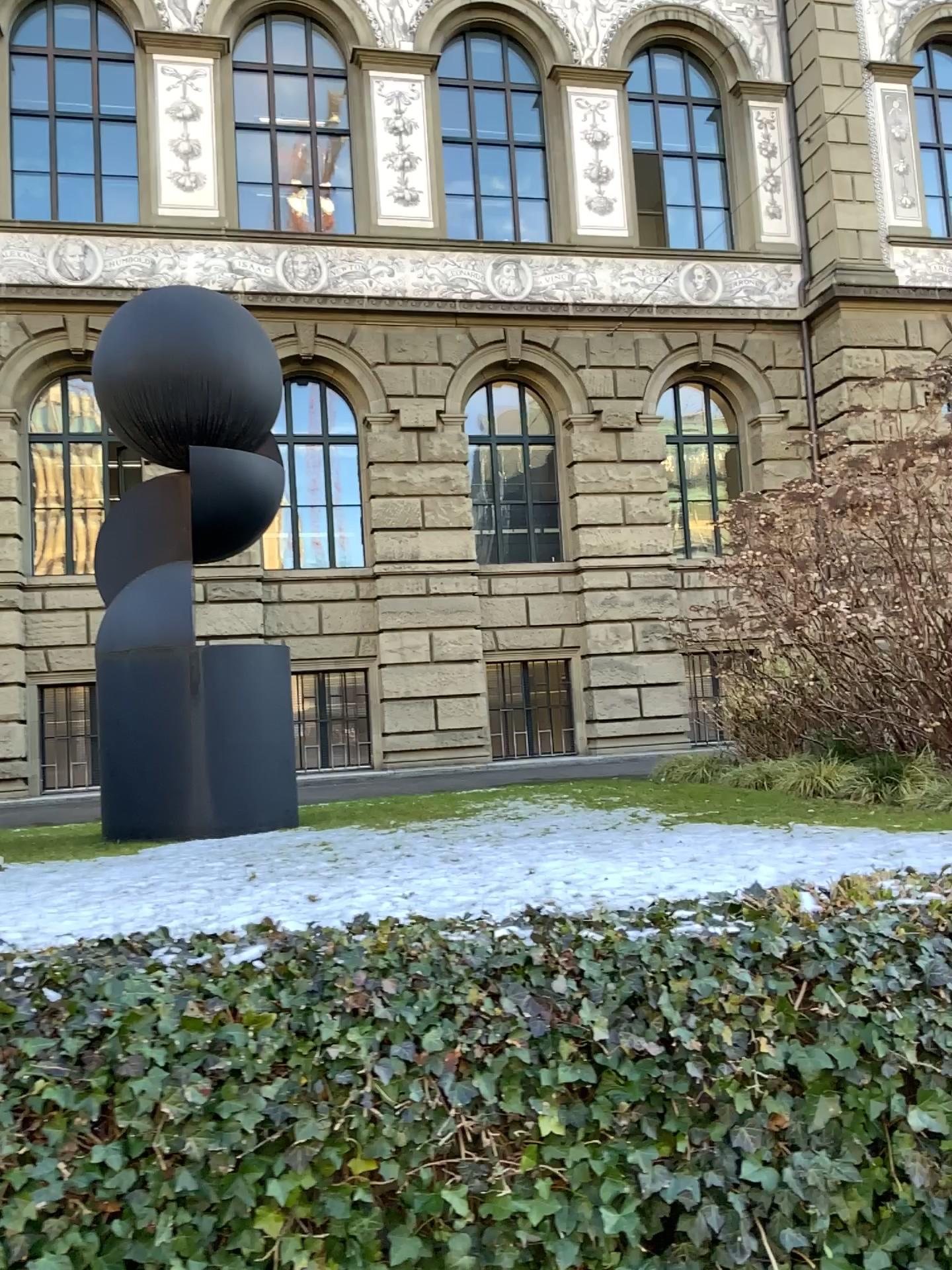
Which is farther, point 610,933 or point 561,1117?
point 610,933

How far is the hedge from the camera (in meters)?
1.91

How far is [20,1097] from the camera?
1.9m
